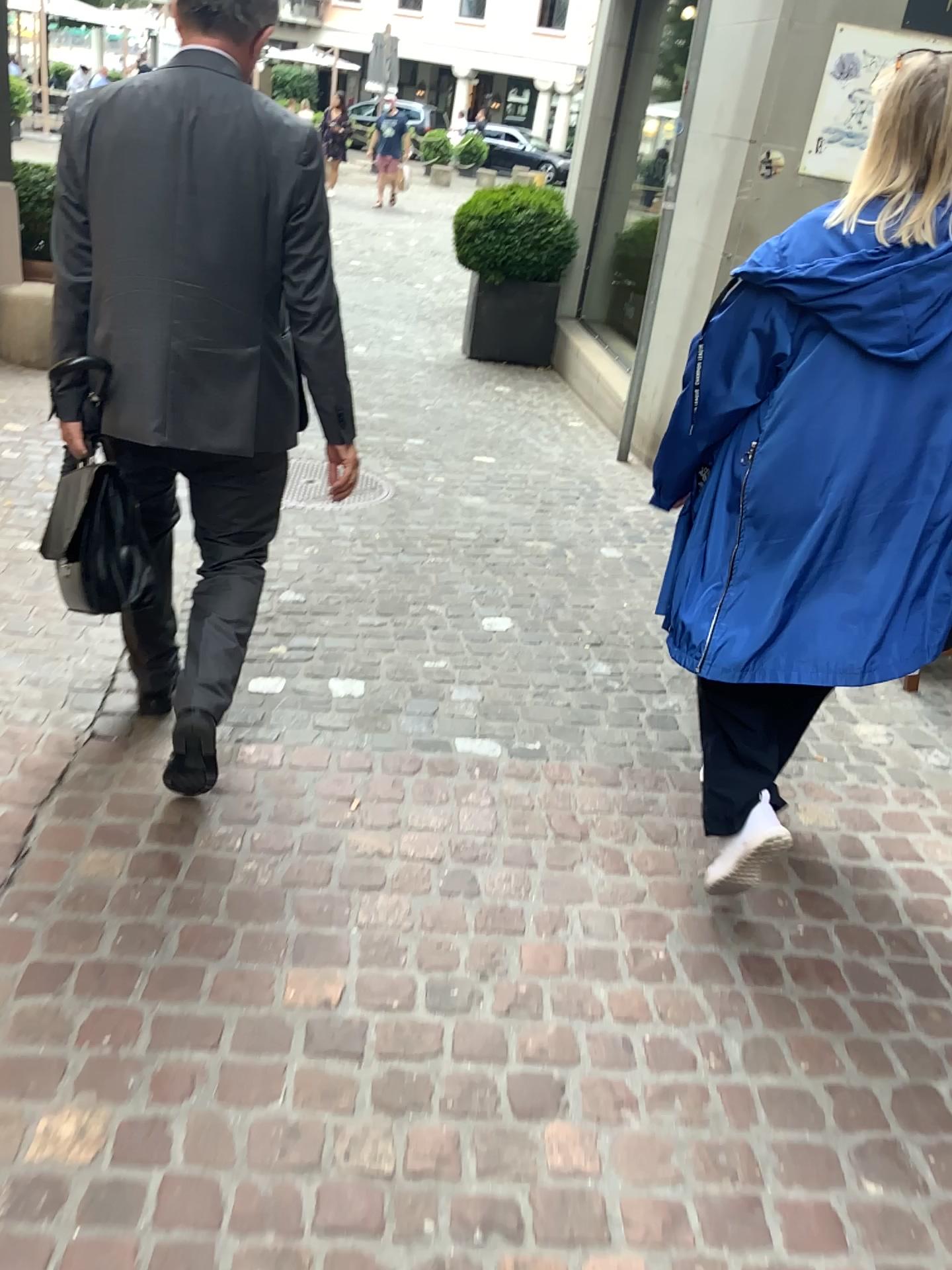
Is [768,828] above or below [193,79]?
below

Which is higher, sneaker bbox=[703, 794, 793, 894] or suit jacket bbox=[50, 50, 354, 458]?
suit jacket bbox=[50, 50, 354, 458]

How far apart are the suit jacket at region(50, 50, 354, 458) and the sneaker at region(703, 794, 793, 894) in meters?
1.1 m

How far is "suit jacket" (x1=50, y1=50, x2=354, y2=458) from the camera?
1.9 meters

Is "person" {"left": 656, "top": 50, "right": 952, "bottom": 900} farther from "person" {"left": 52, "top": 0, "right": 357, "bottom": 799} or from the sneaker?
"person" {"left": 52, "top": 0, "right": 357, "bottom": 799}

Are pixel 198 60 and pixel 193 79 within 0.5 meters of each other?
yes

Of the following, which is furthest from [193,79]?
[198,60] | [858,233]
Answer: [858,233]

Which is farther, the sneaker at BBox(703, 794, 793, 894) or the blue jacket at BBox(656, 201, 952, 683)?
the sneaker at BBox(703, 794, 793, 894)

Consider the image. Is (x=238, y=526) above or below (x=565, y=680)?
above

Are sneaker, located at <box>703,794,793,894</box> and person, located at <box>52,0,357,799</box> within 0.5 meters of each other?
no
